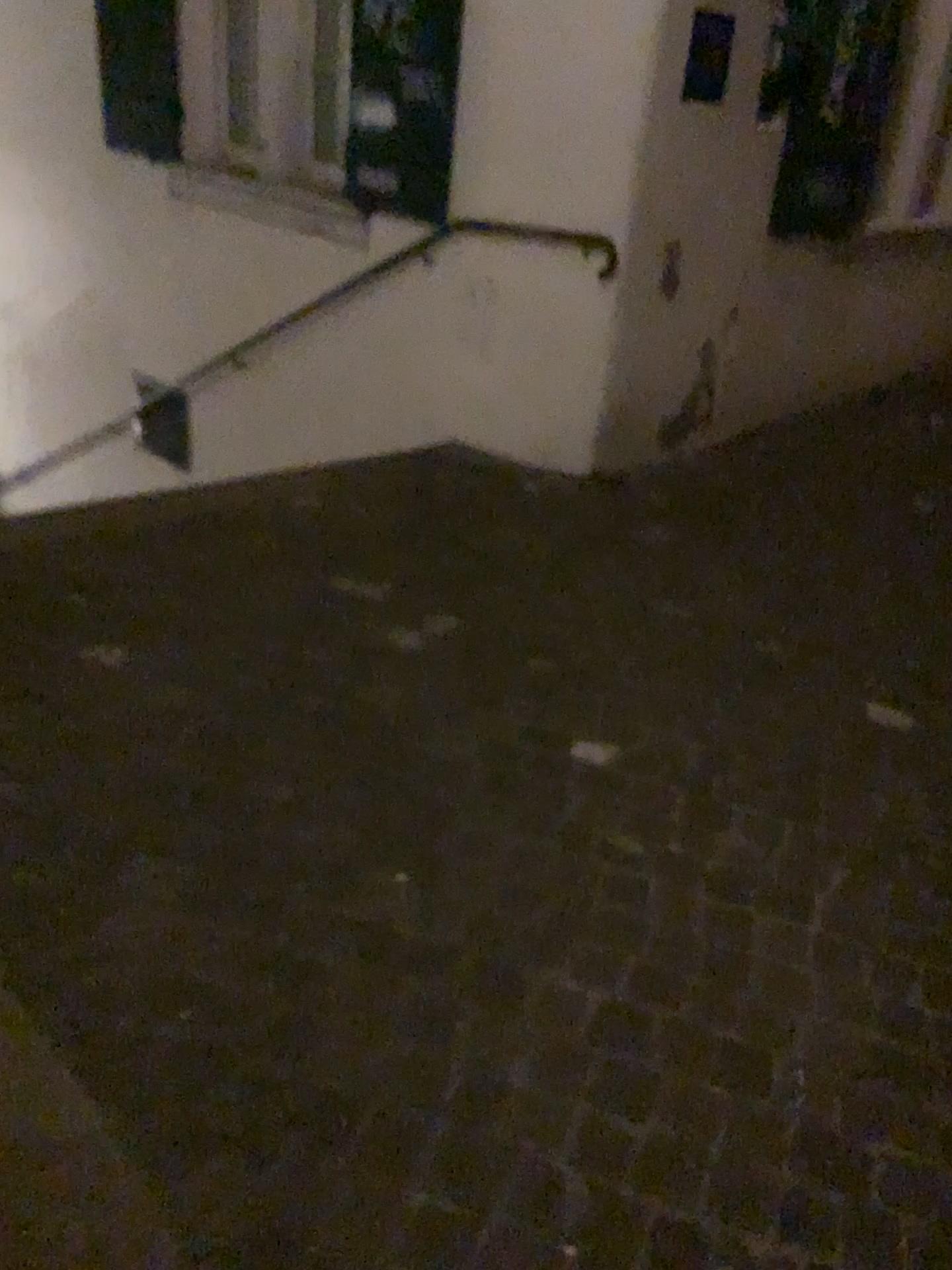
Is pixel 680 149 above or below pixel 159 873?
above

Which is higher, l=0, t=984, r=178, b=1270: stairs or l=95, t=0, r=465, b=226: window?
l=95, t=0, r=465, b=226: window

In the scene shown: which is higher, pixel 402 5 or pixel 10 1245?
pixel 402 5

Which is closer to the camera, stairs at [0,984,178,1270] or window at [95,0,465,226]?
stairs at [0,984,178,1270]

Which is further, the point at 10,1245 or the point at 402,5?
the point at 402,5
